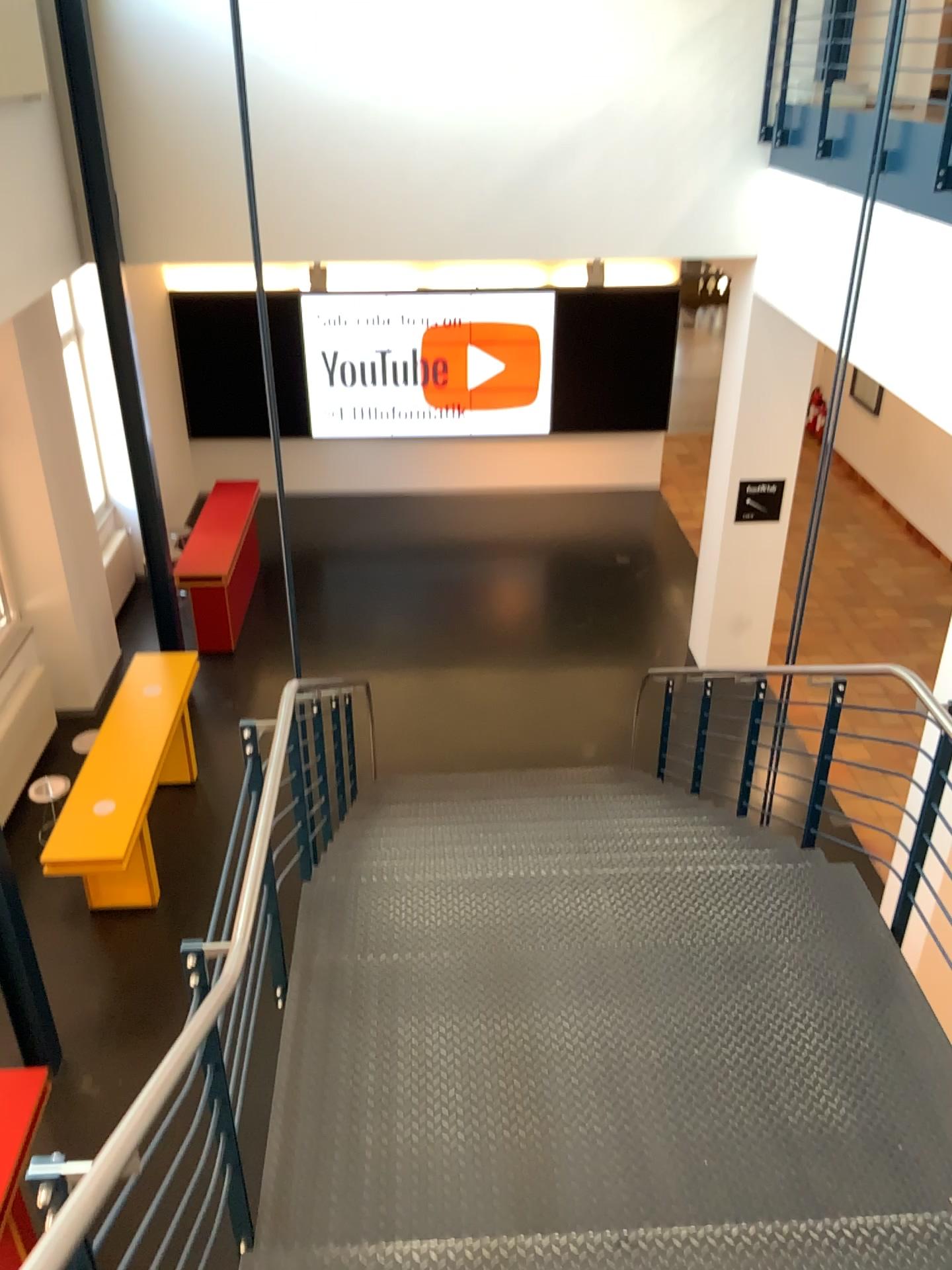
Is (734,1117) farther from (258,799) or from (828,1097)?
(258,799)
